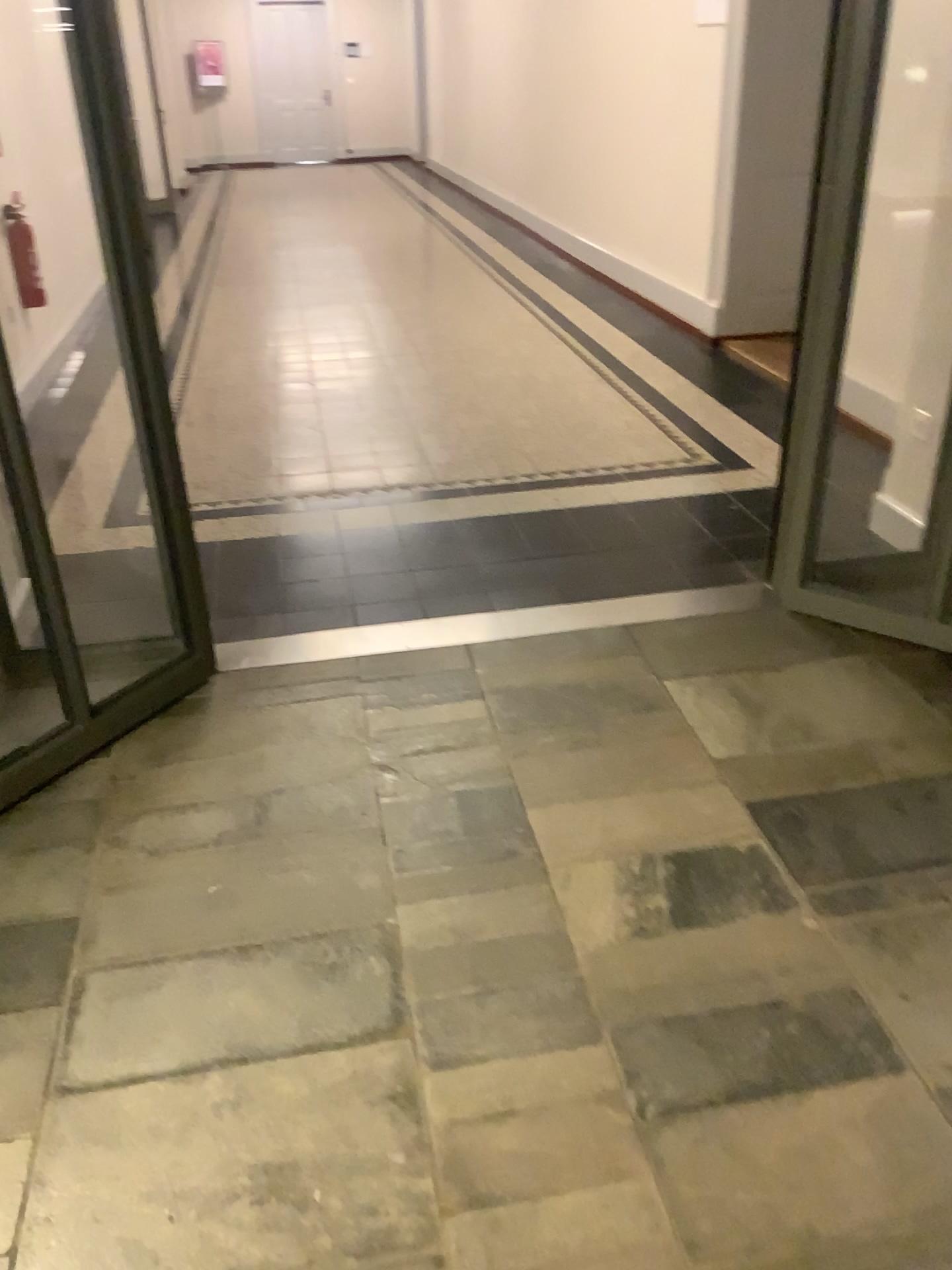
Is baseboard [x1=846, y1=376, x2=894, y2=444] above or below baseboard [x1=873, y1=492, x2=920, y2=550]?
above

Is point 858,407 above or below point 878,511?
above

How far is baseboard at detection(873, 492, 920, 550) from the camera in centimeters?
342cm

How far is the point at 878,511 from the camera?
3.42m

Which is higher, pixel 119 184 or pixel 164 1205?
pixel 119 184
